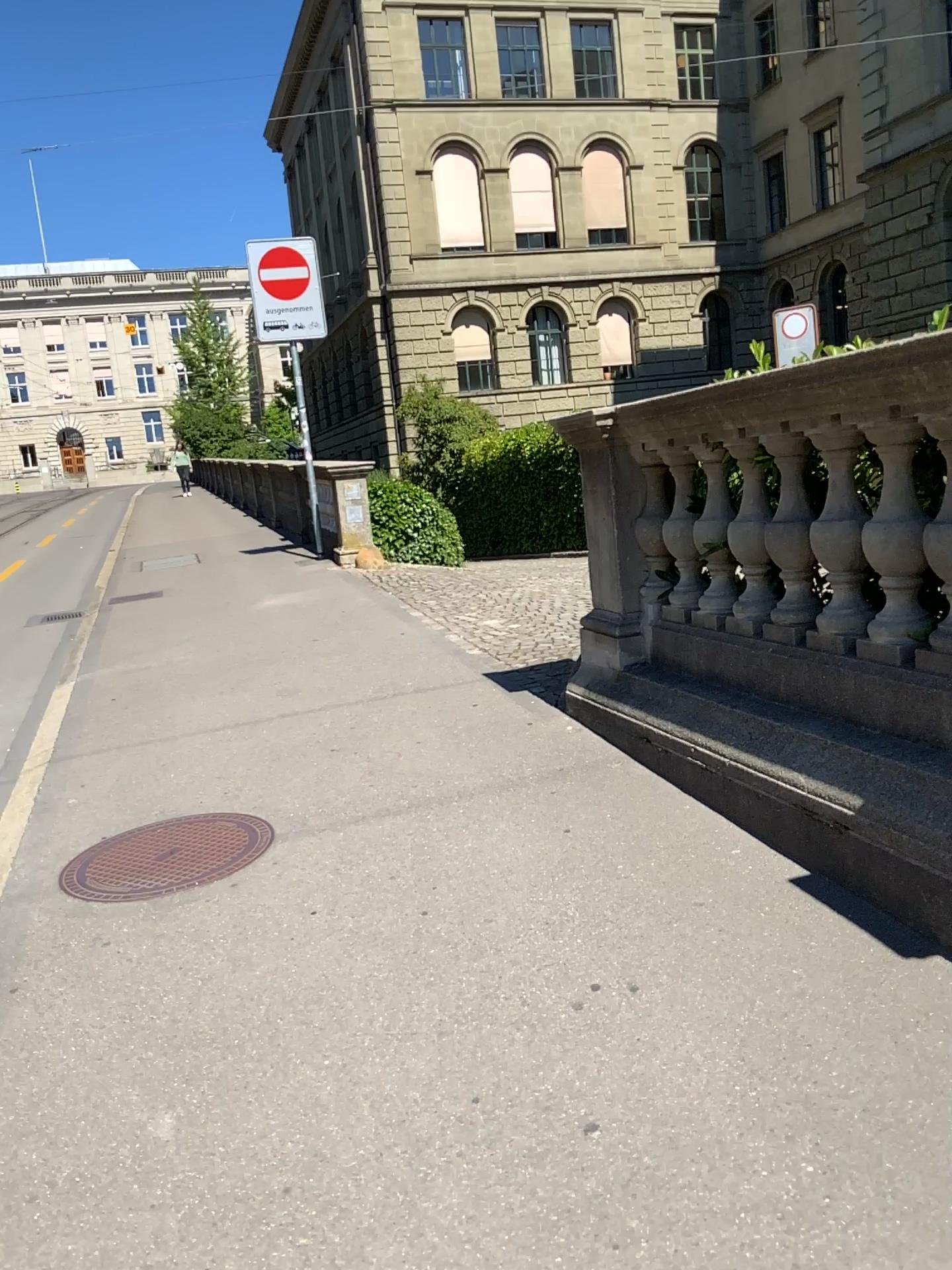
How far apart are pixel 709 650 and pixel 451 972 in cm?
174

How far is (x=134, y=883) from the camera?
3.48m

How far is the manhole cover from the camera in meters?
3.5 m
